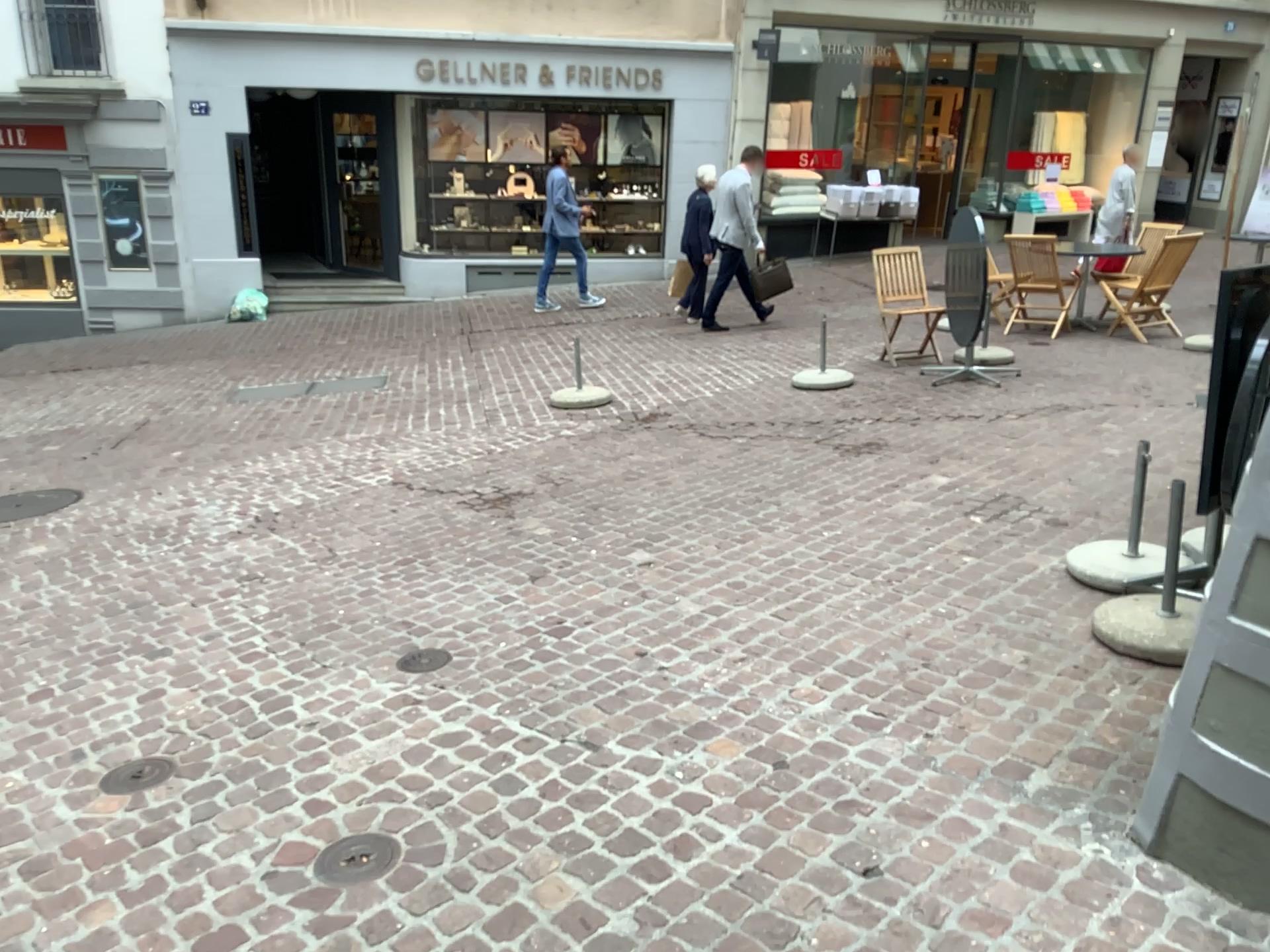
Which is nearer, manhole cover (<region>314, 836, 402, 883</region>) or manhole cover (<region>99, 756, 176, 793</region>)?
manhole cover (<region>314, 836, 402, 883</region>)

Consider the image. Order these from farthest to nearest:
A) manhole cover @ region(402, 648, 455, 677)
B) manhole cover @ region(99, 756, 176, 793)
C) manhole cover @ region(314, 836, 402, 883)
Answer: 1. manhole cover @ region(402, 648, 455, 677)
2. manhole cover @ region(99, 756, 176, 793)
3. manhole cover @ region(314, 836, 402, 883)

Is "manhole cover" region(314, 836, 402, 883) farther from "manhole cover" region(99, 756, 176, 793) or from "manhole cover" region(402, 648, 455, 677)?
"manhole cover" region(402, 648, 455, 677)

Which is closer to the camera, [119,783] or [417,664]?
[119,783]

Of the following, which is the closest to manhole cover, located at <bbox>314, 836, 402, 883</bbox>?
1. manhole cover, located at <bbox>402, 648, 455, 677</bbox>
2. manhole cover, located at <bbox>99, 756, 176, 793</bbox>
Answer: manhole cover, located at <bbox>99, 756, 176, 793</bbox>

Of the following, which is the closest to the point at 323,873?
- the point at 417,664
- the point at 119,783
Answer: the point at 119,783

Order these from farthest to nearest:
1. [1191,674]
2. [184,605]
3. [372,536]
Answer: [372,536]
[184,605]
[1191,674]

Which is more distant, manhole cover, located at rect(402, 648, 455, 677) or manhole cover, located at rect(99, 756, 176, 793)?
manhole cover, located at rect(402, 648, 455, 677)

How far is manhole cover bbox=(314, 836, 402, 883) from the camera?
2.5m

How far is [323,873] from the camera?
2.51m
